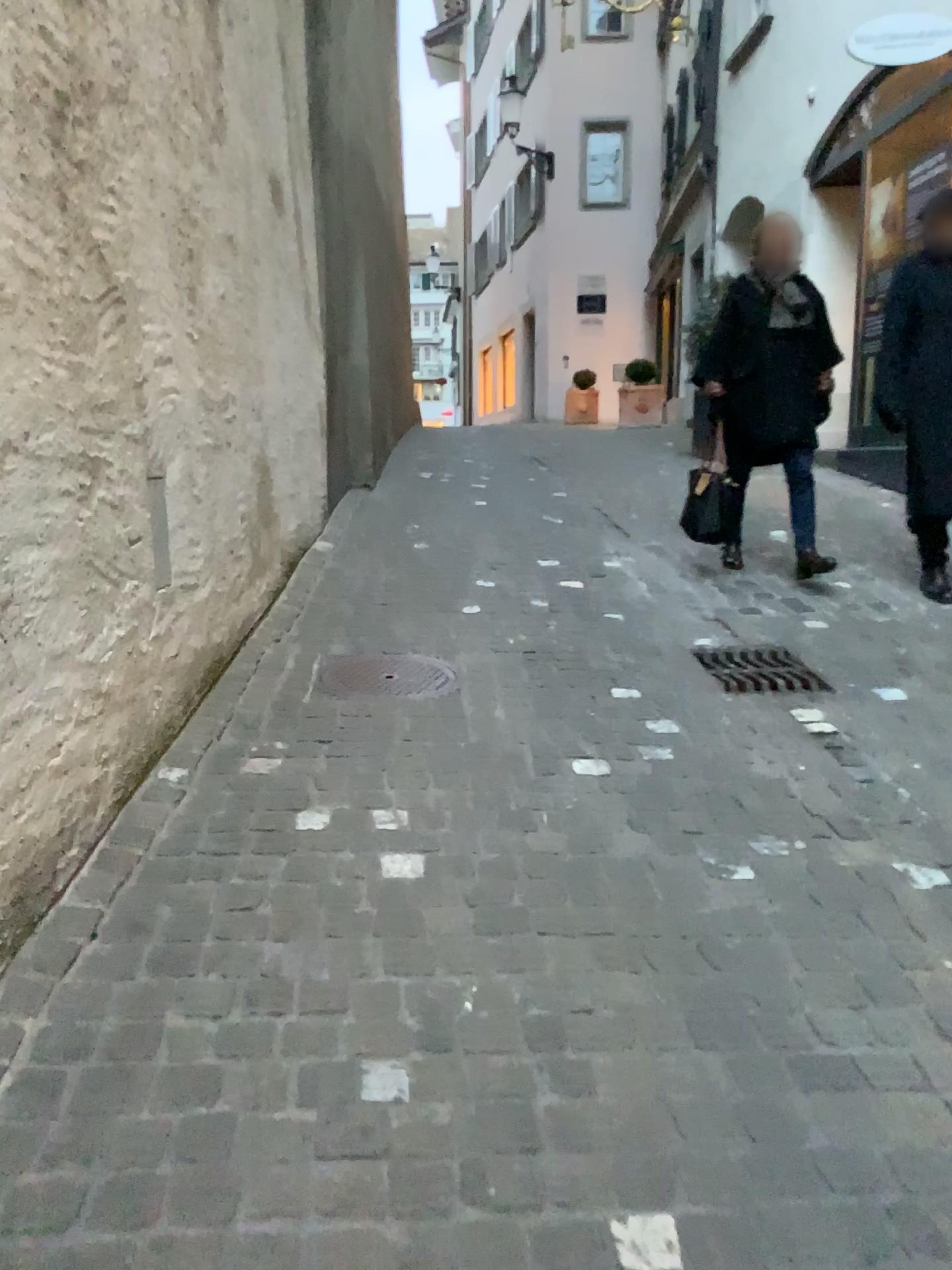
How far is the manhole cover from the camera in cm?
342

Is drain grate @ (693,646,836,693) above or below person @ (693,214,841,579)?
below

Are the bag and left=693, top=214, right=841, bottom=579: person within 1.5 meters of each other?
yes

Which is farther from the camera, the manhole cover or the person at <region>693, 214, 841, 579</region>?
the person at <region>693, 214, 841, 579</region>

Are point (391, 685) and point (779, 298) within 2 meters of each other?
no

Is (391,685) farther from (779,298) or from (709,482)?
(779,298)

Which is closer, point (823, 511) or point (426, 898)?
point (426, 898)

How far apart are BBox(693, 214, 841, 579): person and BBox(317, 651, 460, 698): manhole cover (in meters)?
1.97

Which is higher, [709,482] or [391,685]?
[709,482]

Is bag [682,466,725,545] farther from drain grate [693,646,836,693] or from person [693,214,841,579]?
drain grate [693,646,836,693]
